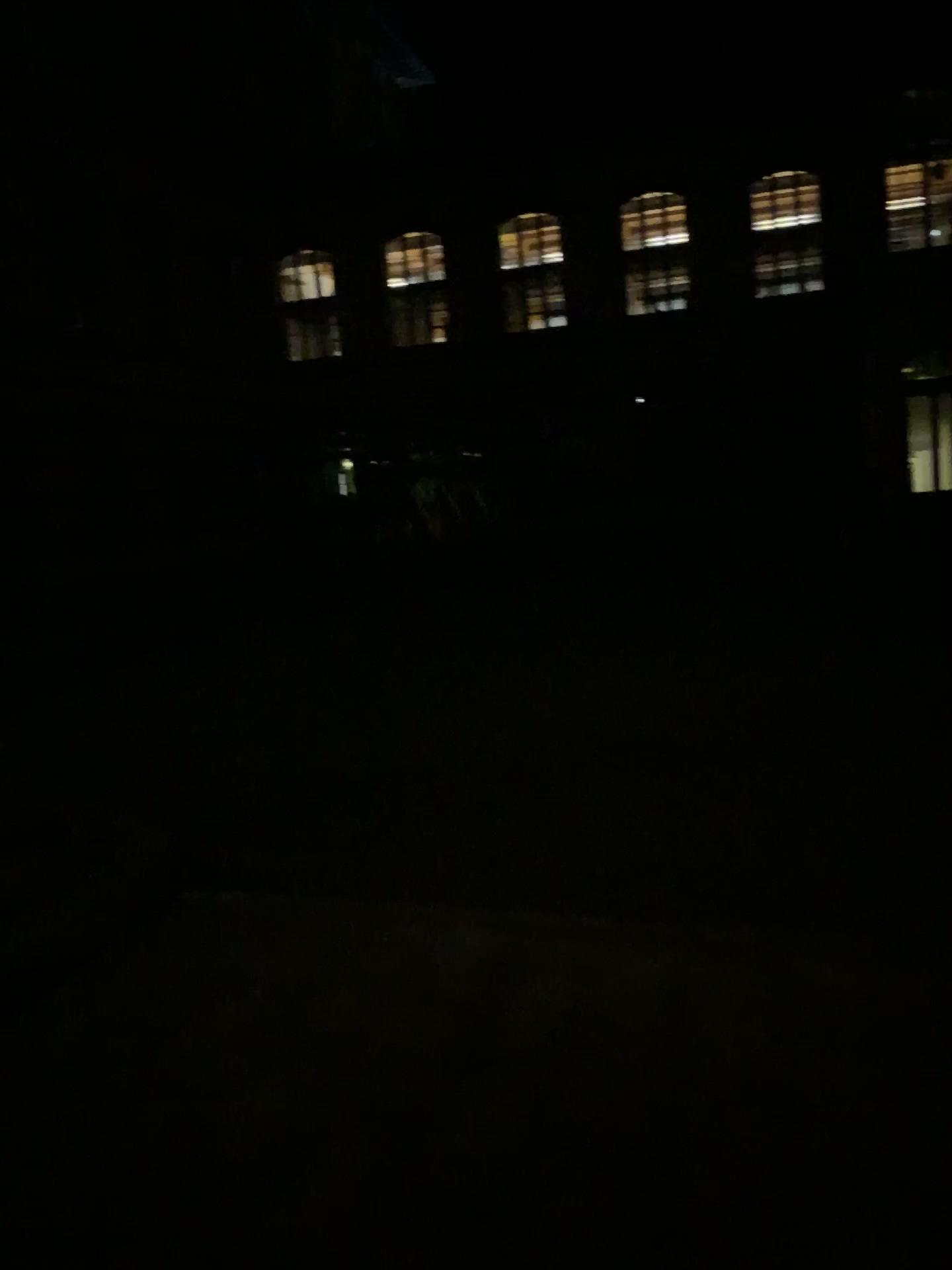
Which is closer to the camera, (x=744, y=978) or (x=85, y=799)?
(x=744, y=978)
